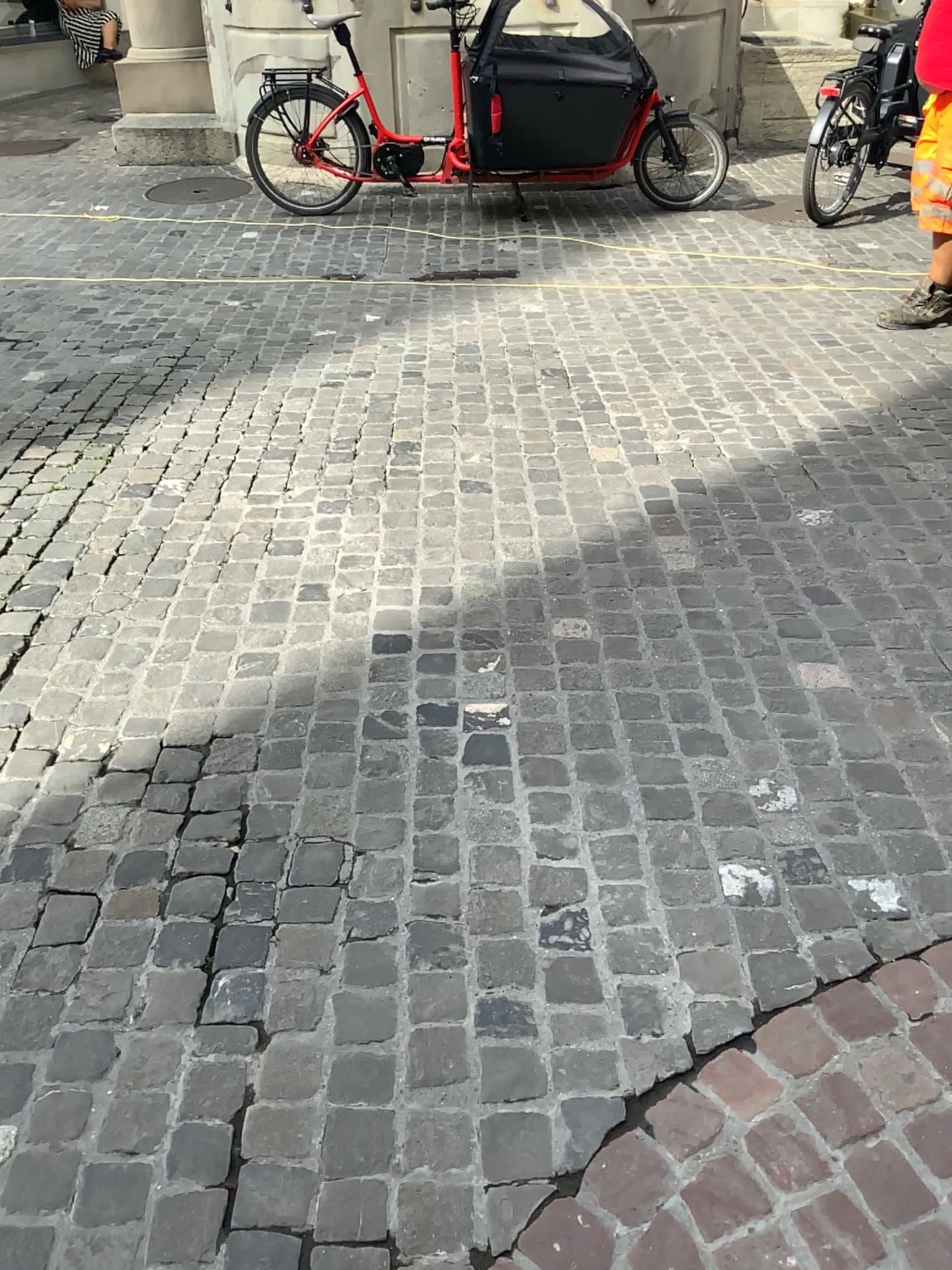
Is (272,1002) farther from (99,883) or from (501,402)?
(501,402)
